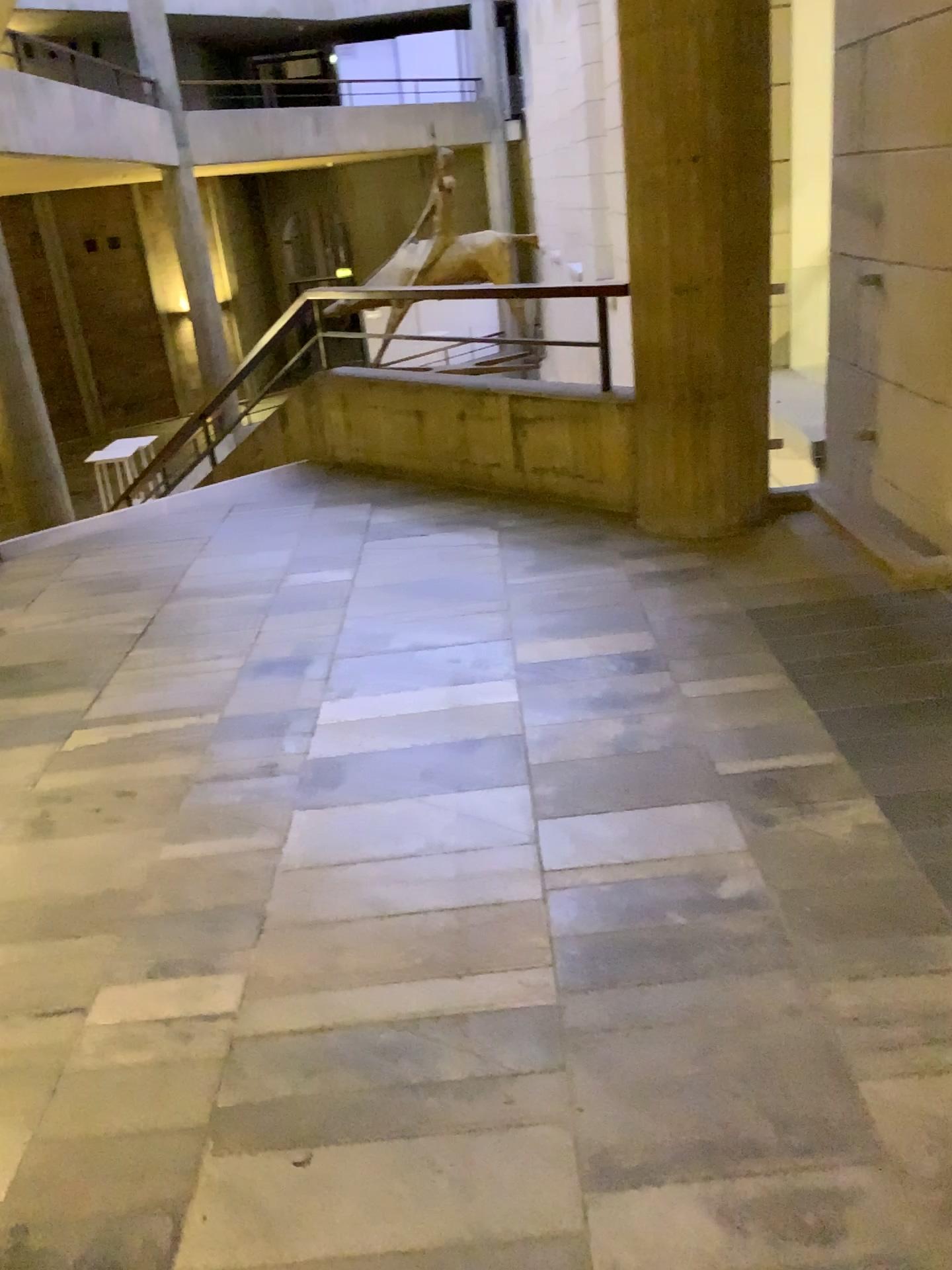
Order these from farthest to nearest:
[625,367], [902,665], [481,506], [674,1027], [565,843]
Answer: [481,506] < [625,367] < [902,665] < [565,843] < [674,1027]
